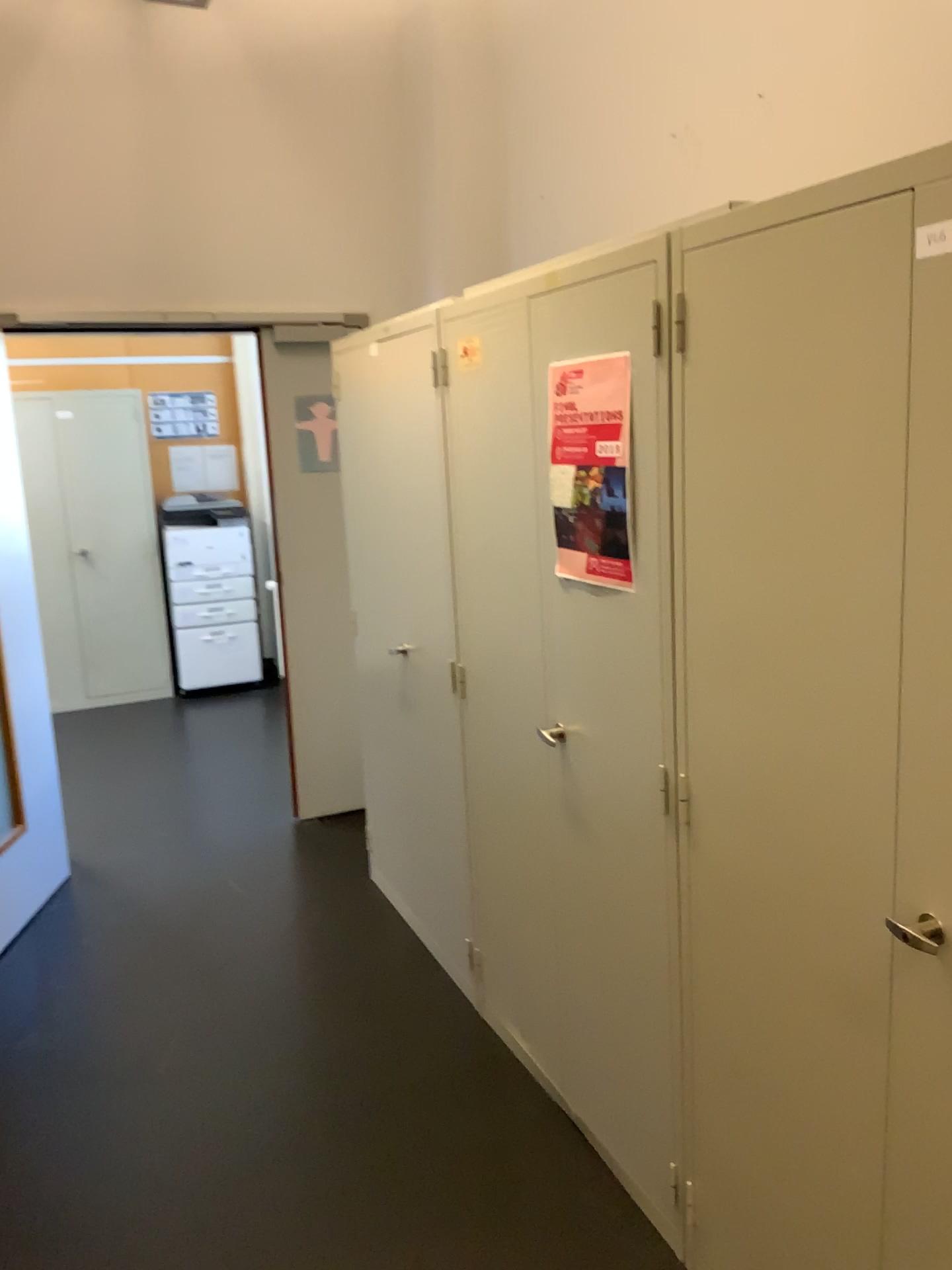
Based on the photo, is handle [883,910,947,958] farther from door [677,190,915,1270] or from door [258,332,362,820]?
door [258,332,362,820]

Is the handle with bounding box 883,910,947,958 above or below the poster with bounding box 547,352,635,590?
below

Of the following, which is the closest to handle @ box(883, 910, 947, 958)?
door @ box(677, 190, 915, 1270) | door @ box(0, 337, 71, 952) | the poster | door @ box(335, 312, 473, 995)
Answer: door @ box(677, 190, 915, 1270)

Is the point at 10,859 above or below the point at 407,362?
below

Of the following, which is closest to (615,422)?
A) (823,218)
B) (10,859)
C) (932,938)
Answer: (823,218)

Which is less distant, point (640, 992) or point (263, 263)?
point (640, 992)

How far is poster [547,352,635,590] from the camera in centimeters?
192cm

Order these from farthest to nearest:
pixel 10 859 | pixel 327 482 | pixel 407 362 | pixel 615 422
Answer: pixel 327 482 → pixel 10 859 → pixel 407 362 → pixel 615 422

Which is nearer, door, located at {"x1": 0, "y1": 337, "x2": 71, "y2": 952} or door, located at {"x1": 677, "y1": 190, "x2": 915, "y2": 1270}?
door, located at {"x1": 677, "y1": 190, "x2": 915, "y2": 1270}

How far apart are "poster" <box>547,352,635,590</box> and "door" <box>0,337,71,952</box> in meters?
2.1
